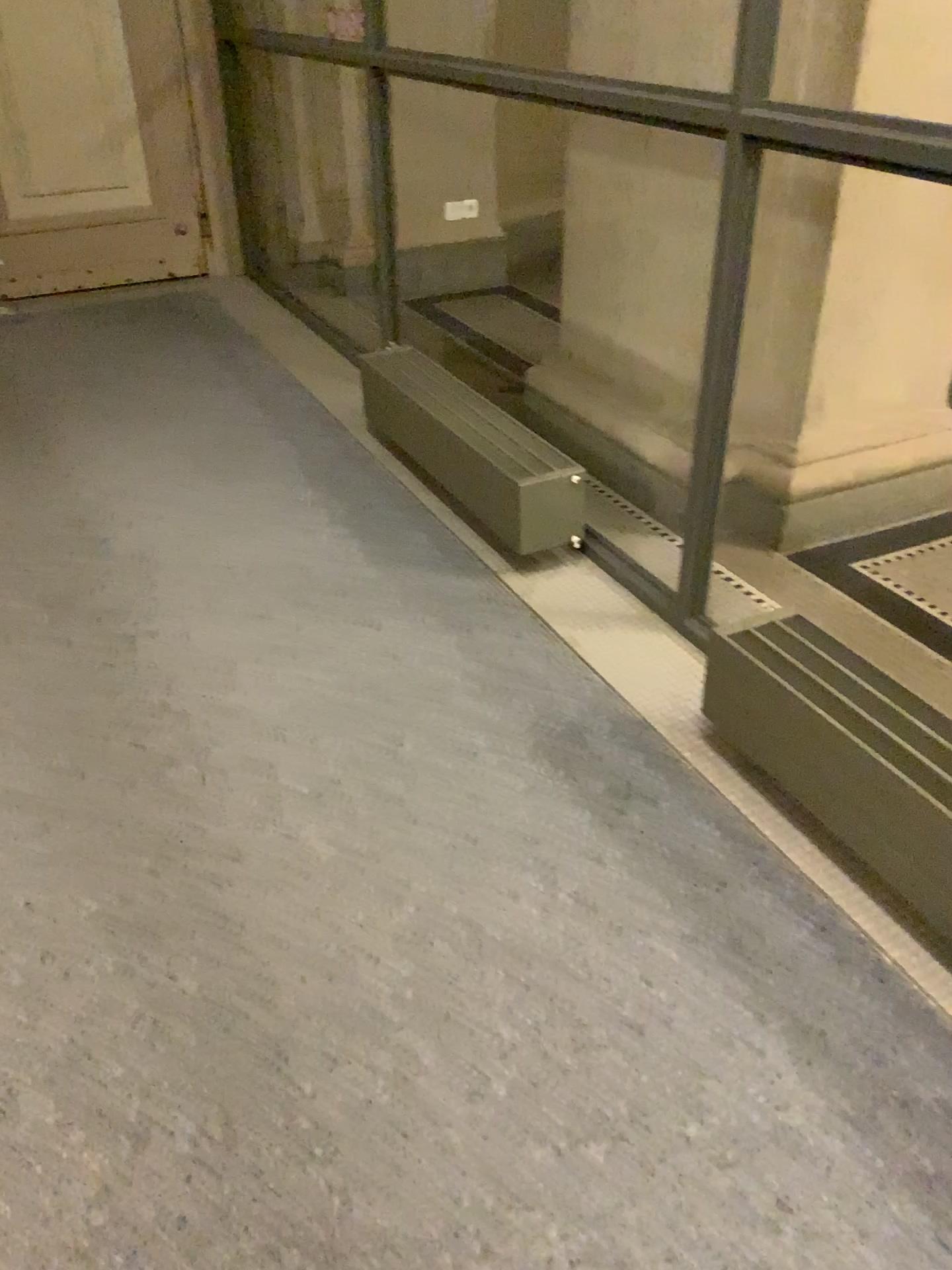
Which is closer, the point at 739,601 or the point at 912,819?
the point at 912,819

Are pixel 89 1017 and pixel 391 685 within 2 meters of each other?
yes

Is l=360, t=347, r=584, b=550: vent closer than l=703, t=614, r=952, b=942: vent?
No

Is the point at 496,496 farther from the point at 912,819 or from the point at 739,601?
the point at 912,819

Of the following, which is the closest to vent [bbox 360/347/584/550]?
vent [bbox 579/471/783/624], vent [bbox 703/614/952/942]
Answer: vent [bbox 579/471/783/624]

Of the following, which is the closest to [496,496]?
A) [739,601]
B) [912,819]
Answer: [739,601]

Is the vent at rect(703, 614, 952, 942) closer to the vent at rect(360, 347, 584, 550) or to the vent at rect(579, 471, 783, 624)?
the vent at rect(579, 471, 783, 624)

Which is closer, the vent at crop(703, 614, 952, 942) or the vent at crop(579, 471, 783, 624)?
the vent at crop(703, 614, 952, 942)
